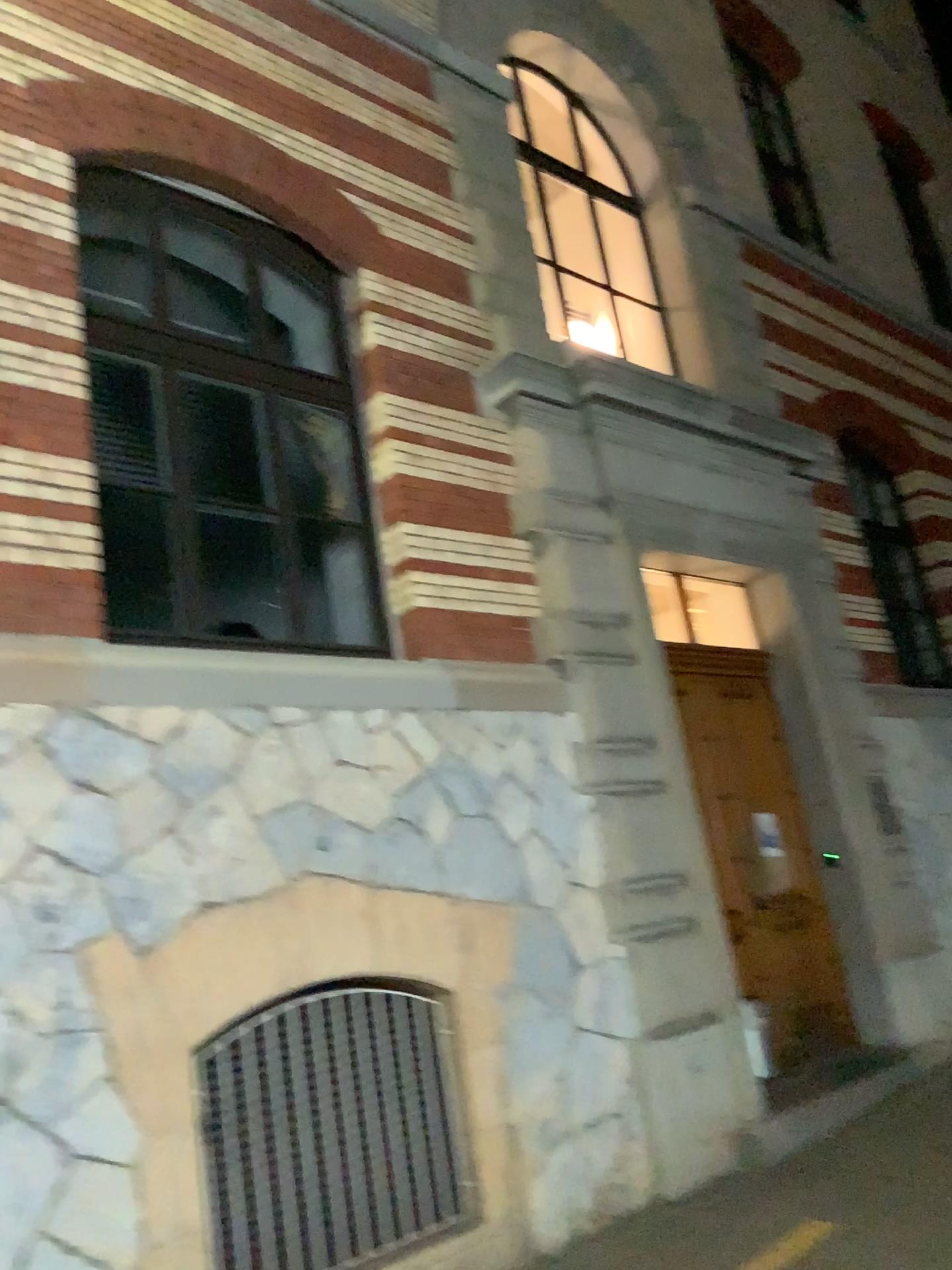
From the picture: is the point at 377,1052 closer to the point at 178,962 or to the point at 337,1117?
the point at 337,1117
